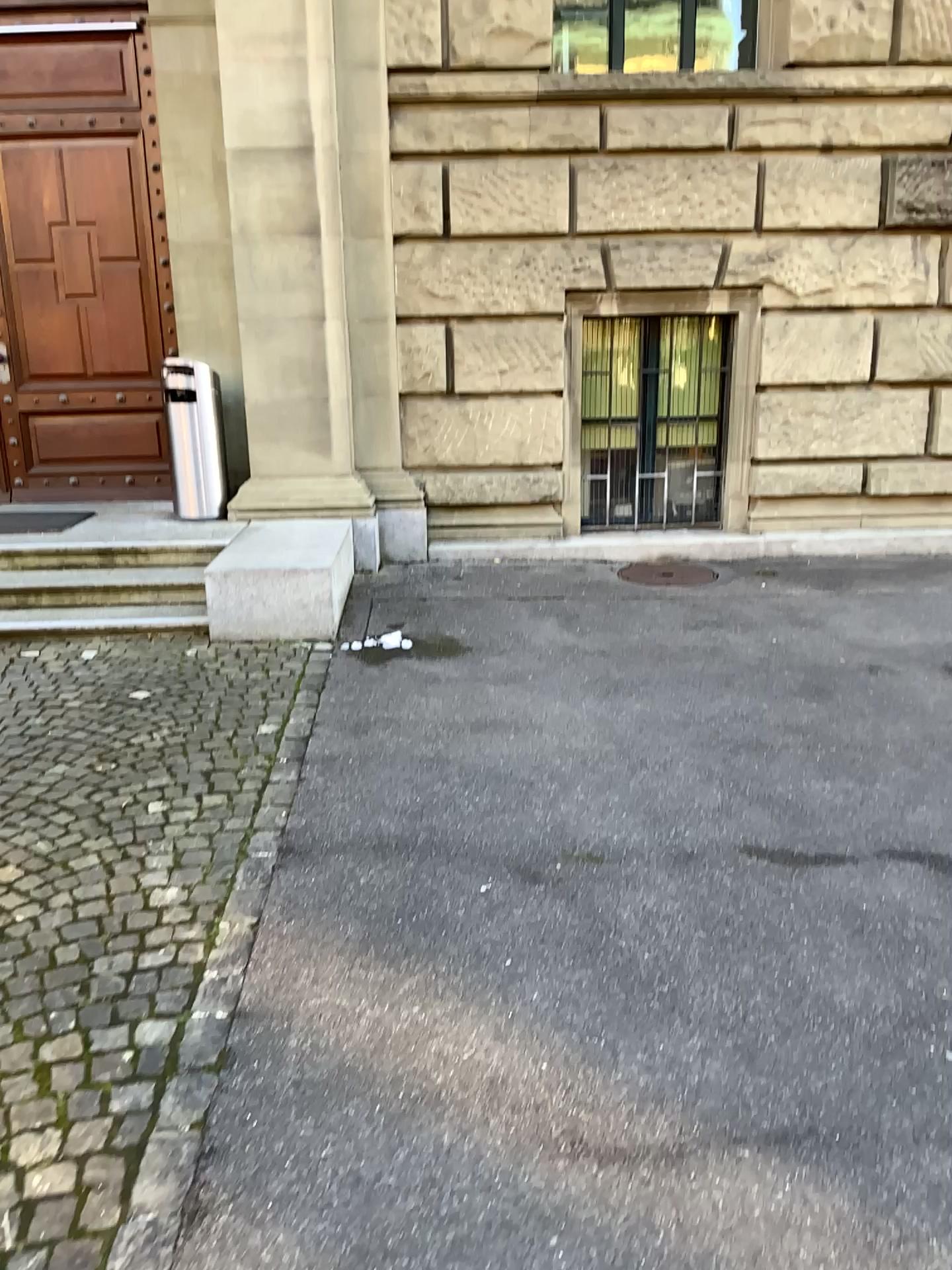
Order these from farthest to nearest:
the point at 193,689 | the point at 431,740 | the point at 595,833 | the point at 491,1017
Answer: the point at 193,689 < the point at 431,740 < the point at 595,833 < the point at 491,1017
